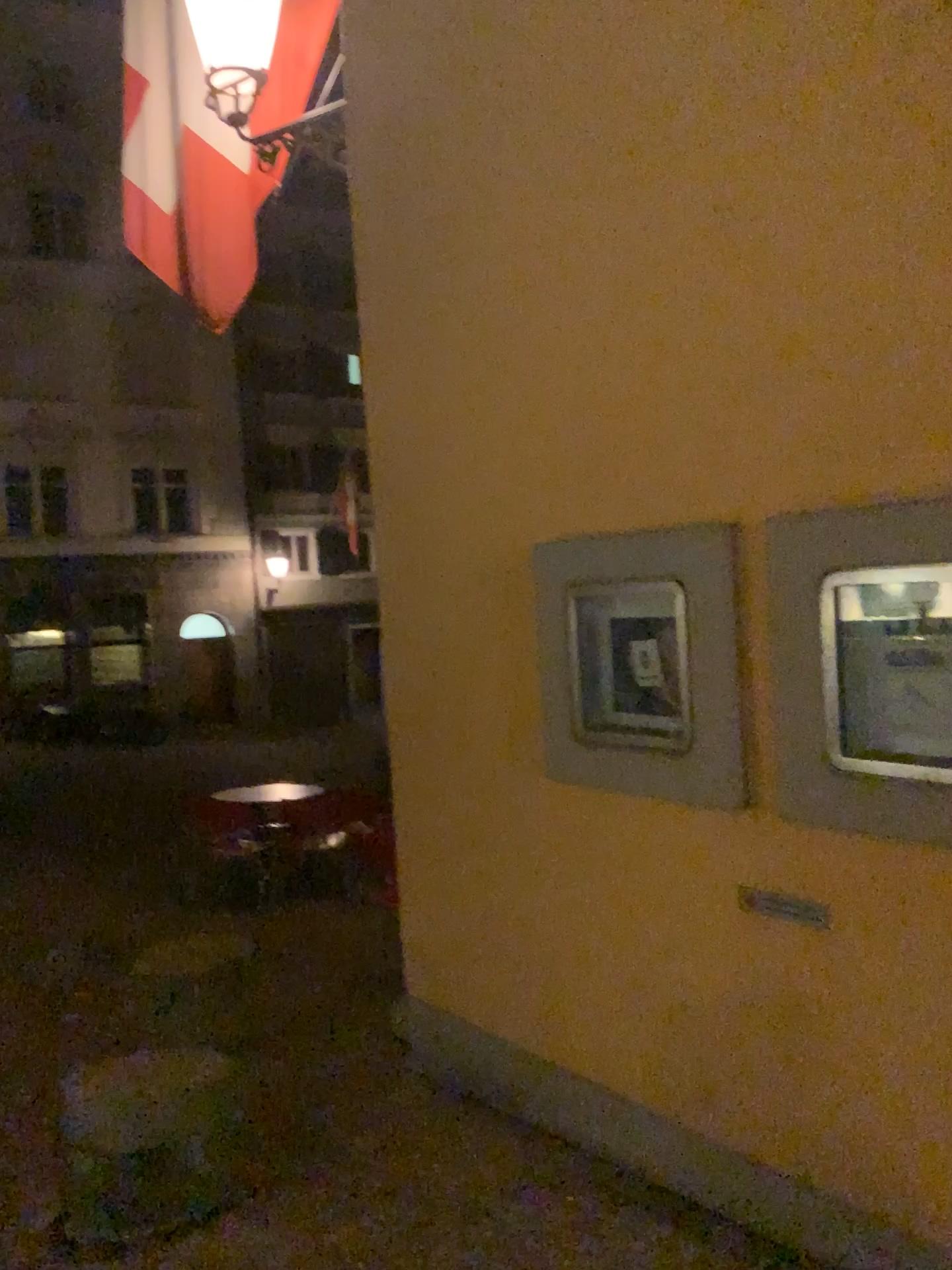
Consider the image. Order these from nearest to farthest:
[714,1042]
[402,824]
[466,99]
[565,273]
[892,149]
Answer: [892,149] < [714,1042] < [565,273] < [466,99] < [402,824]
